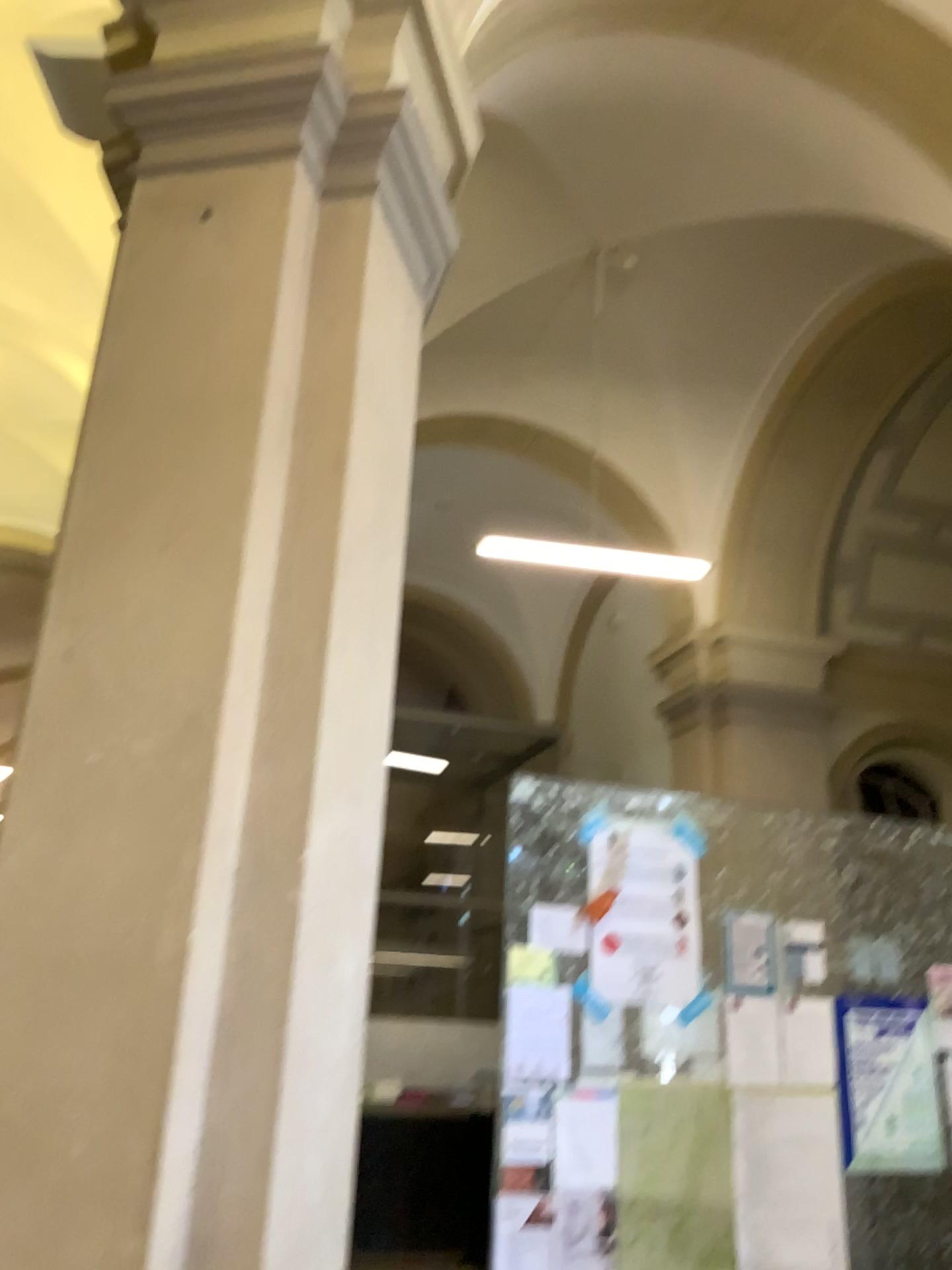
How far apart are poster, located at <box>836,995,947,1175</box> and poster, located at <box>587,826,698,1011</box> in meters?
0.6 m

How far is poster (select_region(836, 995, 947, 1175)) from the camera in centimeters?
380cm

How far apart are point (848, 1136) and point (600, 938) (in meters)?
1.15

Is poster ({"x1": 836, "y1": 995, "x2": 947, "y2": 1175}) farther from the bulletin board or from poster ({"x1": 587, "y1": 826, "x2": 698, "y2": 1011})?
poster ({"x1": 587, "y1": 826, "x2": 698, "y2": 1011})

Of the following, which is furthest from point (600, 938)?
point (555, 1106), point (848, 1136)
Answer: point (848, 1136)

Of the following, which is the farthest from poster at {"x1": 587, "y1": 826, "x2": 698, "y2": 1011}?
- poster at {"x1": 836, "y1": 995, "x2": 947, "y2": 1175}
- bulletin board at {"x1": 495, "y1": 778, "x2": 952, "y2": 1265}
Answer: poster at {"x1": 836, "y1": 995, "x2": 947, "y2": 1175}

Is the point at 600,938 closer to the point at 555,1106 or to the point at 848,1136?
the point at 555,1106

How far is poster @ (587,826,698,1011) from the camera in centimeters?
374cm

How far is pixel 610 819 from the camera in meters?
3.9 m
